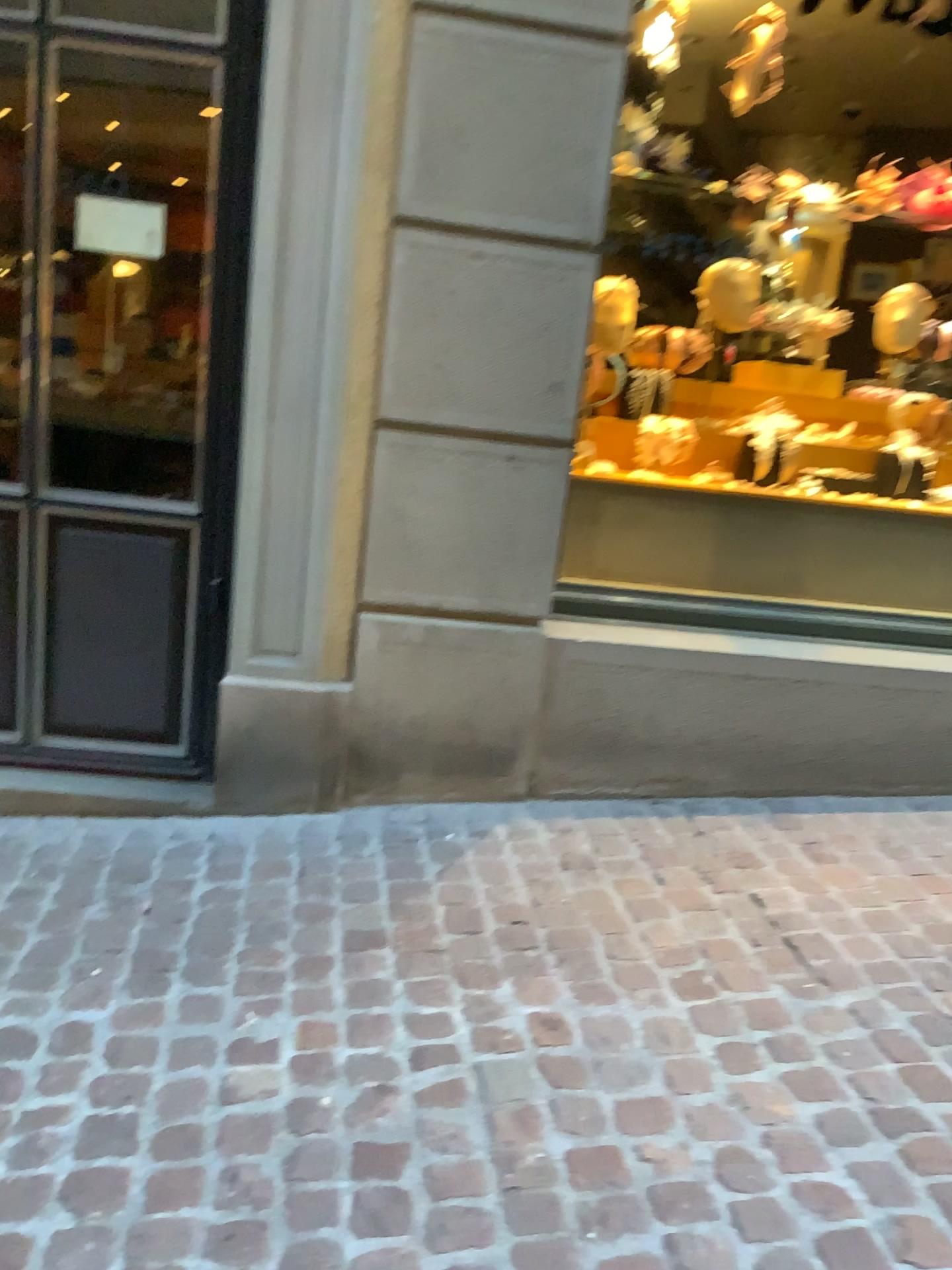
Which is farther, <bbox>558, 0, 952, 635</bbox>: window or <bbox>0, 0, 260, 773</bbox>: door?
<bbox>558, 0, 952, 635</bbox>: window

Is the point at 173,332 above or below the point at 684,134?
below

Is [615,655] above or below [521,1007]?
above

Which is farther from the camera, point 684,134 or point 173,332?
point 684,134

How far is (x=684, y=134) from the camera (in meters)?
3.12

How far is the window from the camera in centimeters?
312cm
